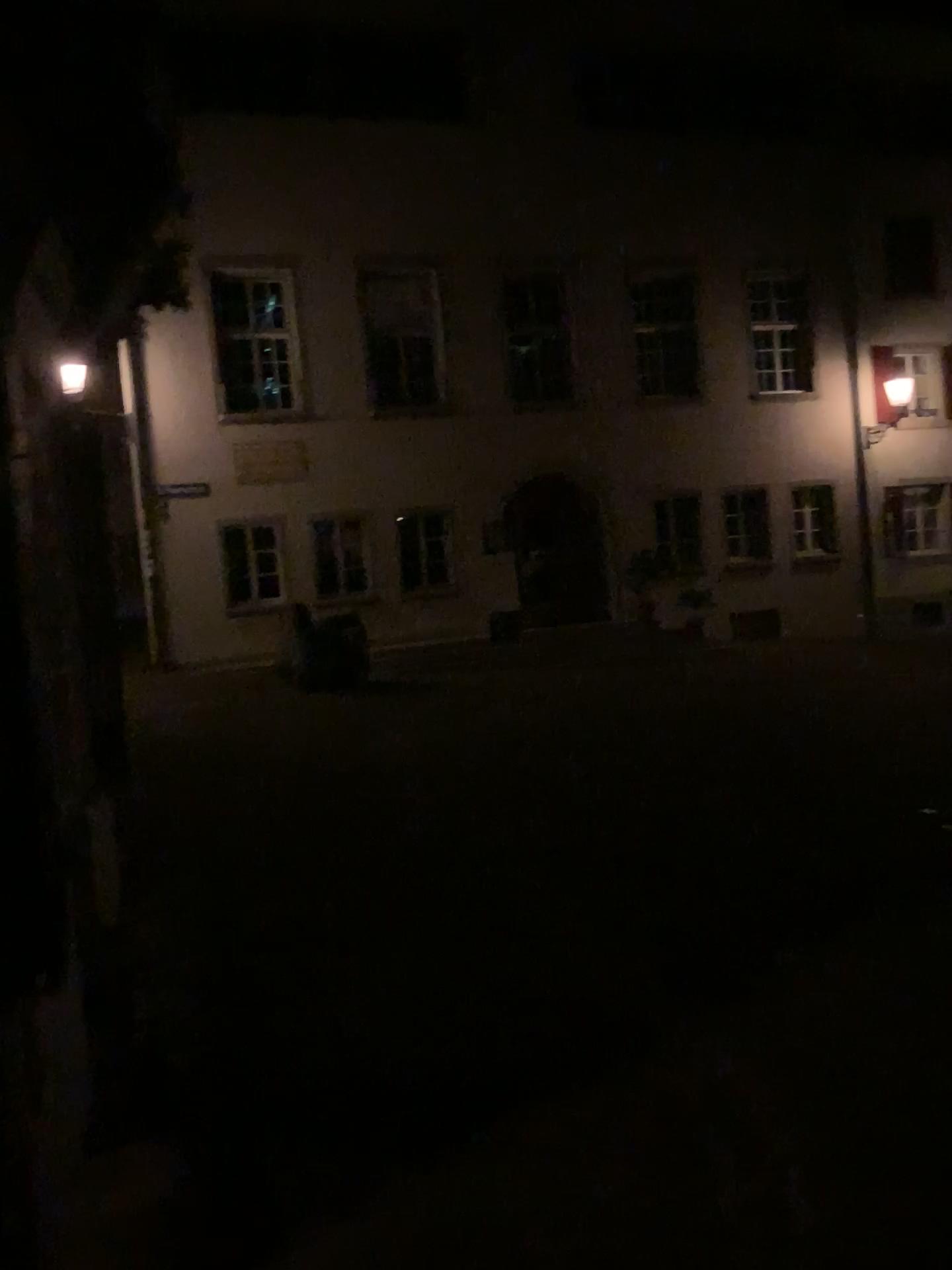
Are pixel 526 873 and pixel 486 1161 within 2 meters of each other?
no
